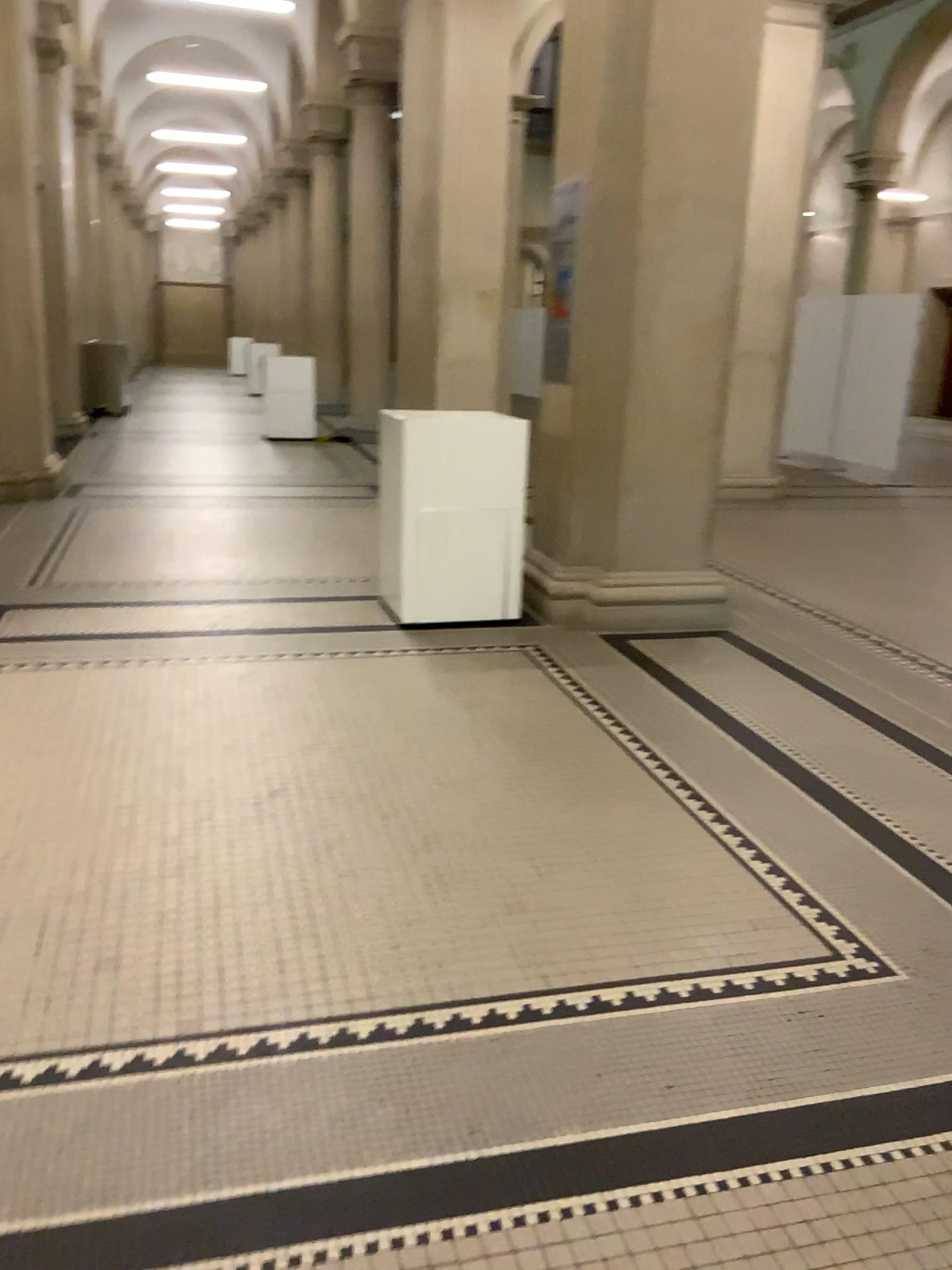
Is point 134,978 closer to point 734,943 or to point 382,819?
point 382,819
